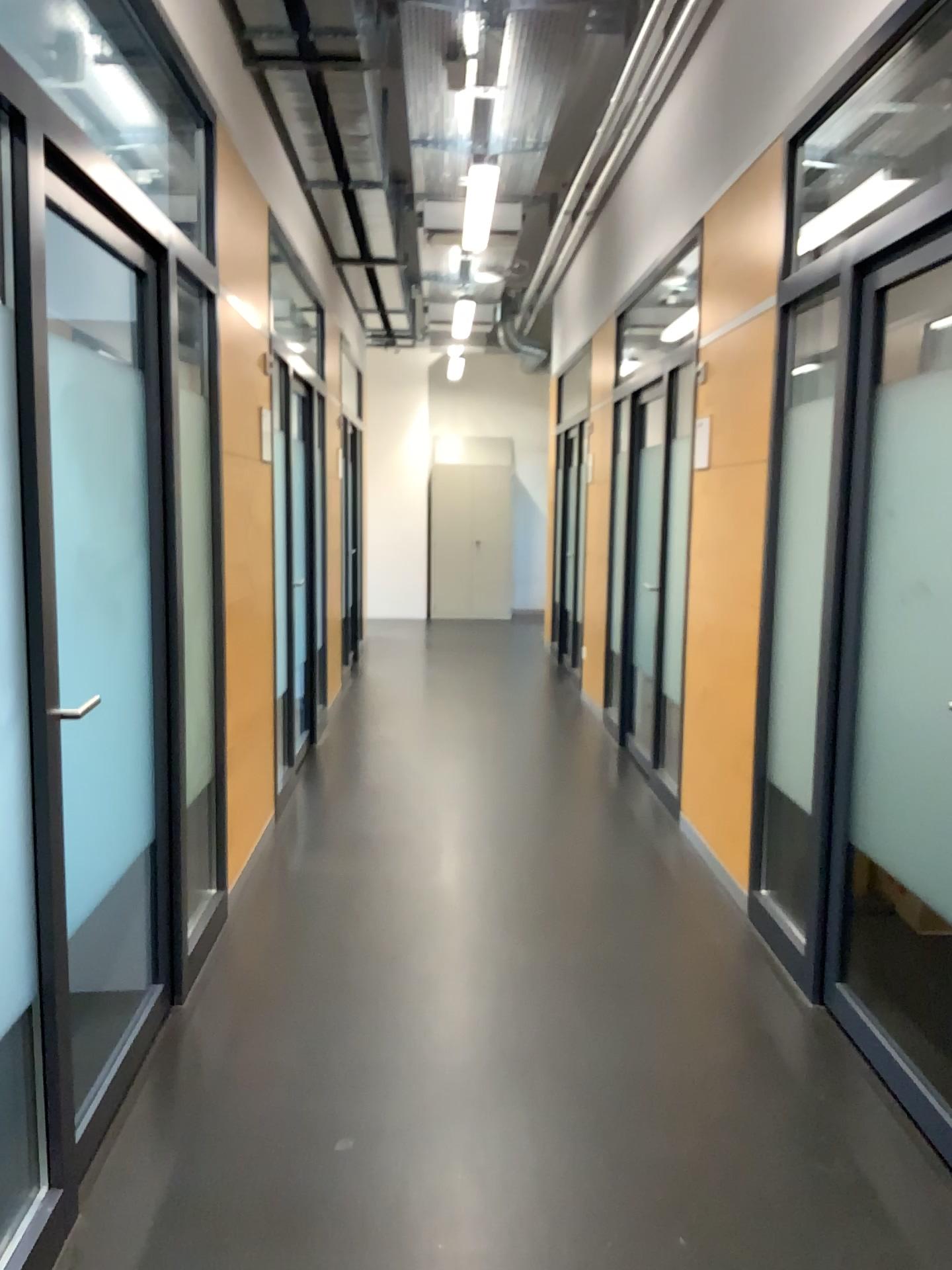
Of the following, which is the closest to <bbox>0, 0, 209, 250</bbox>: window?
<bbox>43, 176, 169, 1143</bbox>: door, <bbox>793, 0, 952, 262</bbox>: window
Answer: <bbox>43, 176, 169, 1143</bbox>: door

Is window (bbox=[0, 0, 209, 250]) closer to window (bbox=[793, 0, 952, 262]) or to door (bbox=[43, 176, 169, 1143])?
door (bbox=[43, 176, 169, 1143])

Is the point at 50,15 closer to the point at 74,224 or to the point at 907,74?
the point at 74,224

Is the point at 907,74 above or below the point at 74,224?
above

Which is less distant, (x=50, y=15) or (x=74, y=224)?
(x=74, y=224)

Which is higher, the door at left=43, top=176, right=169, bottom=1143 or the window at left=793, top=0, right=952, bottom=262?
the window at left=793, top=0, right=952, bottom=262

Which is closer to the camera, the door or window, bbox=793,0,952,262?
the door

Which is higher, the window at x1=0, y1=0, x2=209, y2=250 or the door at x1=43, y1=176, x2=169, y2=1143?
the window at x1=0, y1=0, x2=209, y2=250

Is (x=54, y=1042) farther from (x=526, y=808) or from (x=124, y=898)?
(x=526, y=808)
